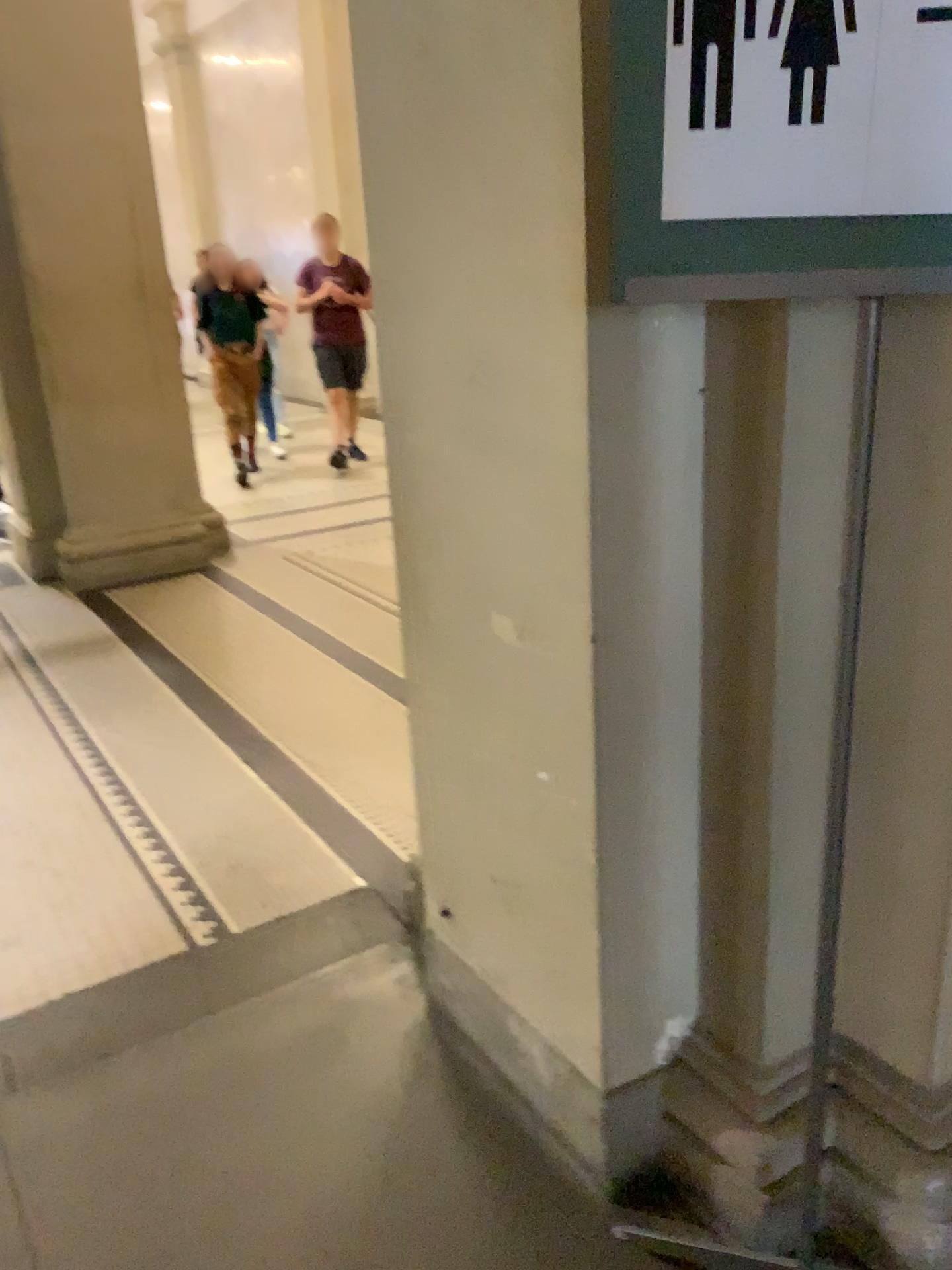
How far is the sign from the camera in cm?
94

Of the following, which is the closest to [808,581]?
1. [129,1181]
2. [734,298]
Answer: [734,298]

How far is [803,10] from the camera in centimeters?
94cm

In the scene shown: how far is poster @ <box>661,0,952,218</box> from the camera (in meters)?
0.94

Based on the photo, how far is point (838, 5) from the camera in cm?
94
